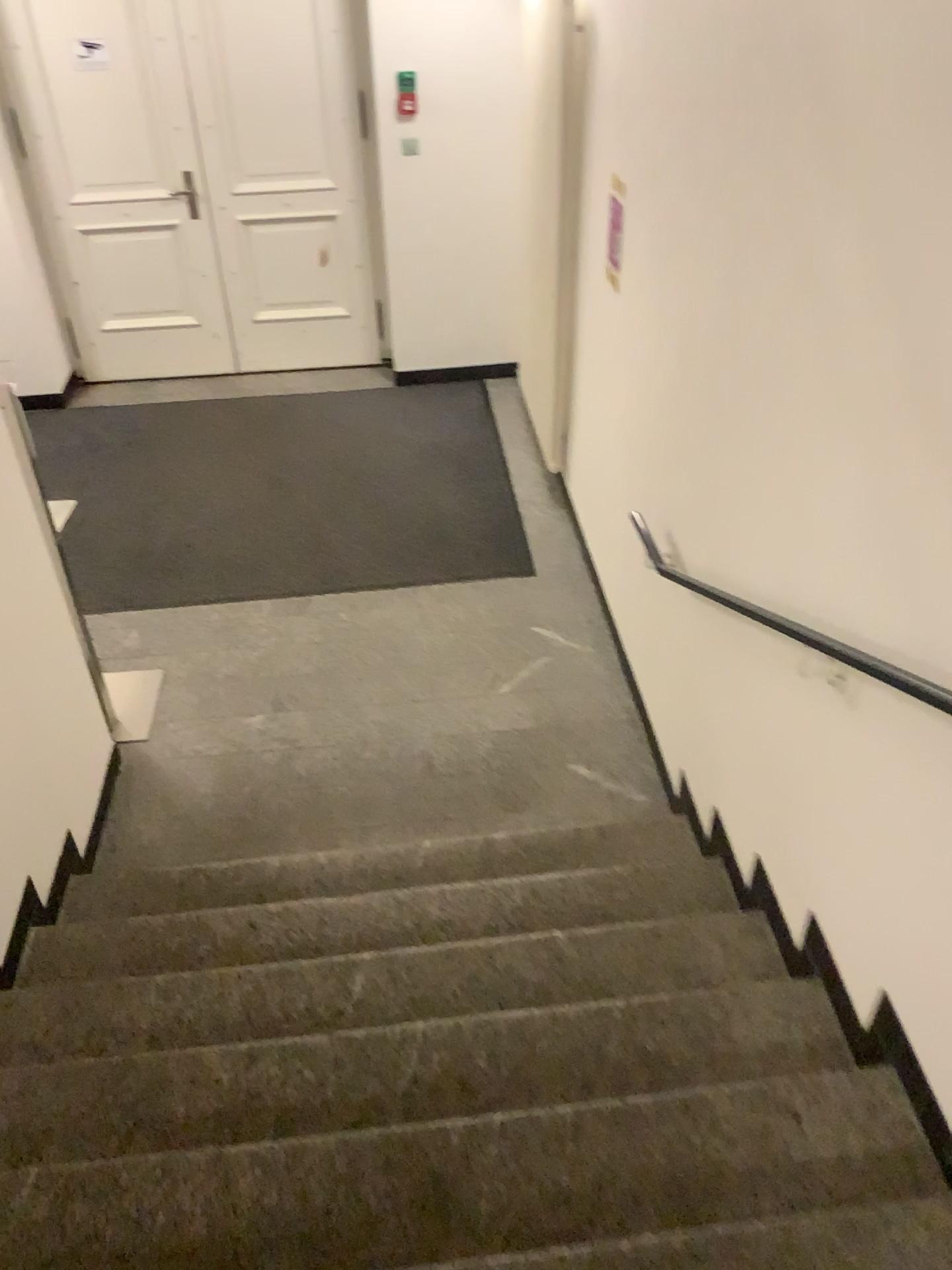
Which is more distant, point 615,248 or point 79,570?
point 79,570

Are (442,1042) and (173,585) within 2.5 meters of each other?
no

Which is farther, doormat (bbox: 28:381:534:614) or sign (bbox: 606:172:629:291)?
doormat (bbox: 28:381:534:614)

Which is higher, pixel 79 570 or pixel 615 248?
pixel 615 248

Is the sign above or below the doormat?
above
